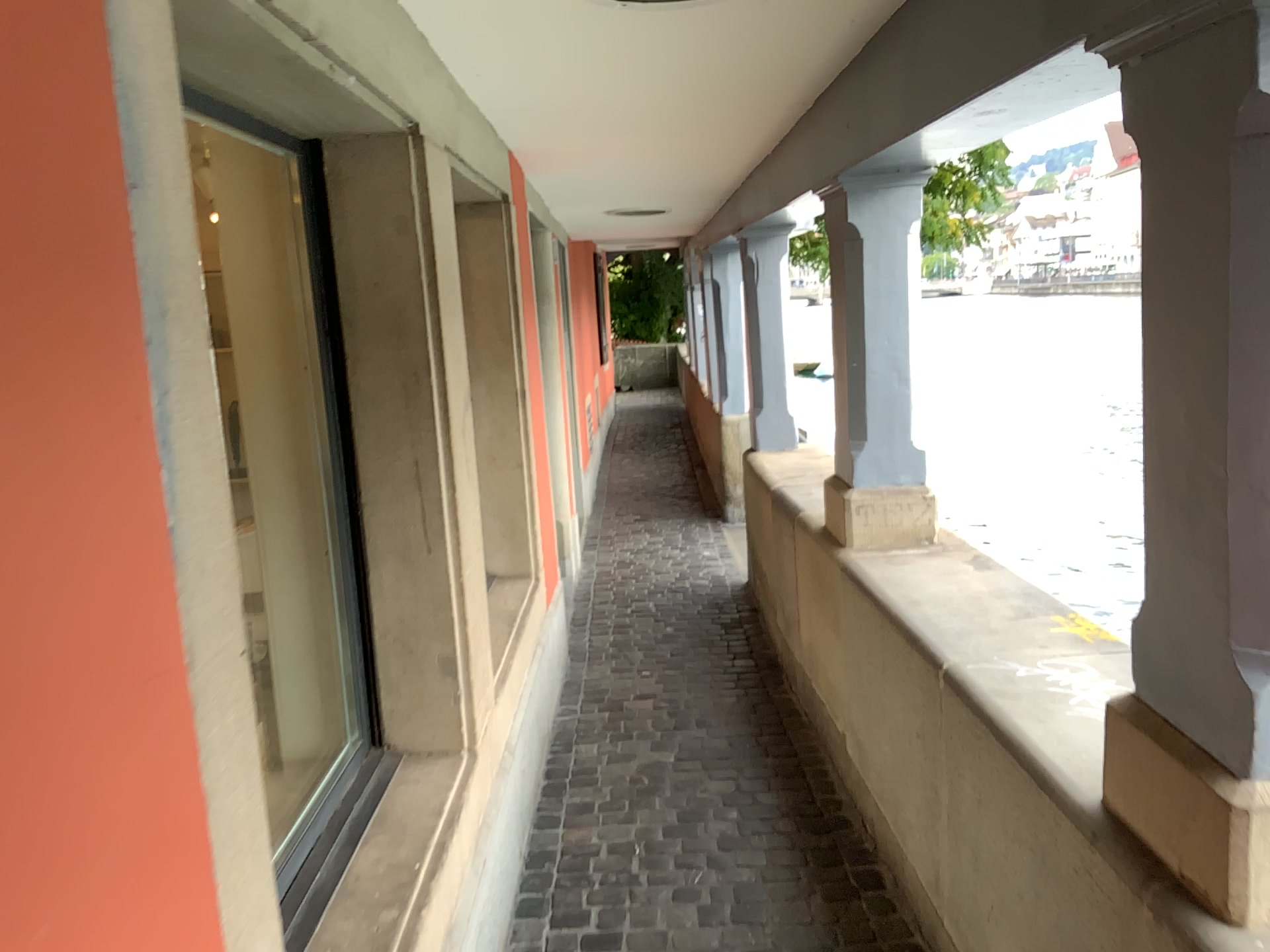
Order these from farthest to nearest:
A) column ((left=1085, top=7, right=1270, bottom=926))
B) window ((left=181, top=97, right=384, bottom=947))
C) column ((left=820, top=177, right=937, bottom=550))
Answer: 1. column ((left=820, top=177, right=937, bottom=550))
2. window ((left=181, top=97, right=384, bottom=947))
3. column ((left=1085, top=7, right=1270, bottom=926))

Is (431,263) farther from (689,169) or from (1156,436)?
(689,169)

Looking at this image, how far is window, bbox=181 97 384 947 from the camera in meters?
2.3

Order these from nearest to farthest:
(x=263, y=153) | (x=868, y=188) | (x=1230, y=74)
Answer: (x=1230, y=74) → (x=263, y=153) → (x=868, y=188)

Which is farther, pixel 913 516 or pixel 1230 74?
pixel 913 516

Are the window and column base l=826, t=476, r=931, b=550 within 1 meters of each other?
no

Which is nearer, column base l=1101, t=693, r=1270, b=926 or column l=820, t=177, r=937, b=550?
column base l=1101, t=693, r=1270, b=926

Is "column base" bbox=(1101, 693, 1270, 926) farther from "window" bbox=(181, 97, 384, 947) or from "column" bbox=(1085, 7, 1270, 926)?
"window" bbox=(181, 97, 384, 947)

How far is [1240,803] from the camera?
1.27m

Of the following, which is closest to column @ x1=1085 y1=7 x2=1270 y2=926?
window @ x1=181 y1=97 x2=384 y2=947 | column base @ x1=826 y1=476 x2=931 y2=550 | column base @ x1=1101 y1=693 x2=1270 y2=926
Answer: column base @ x1=1101 y1=693 x2=1270 y2=926
